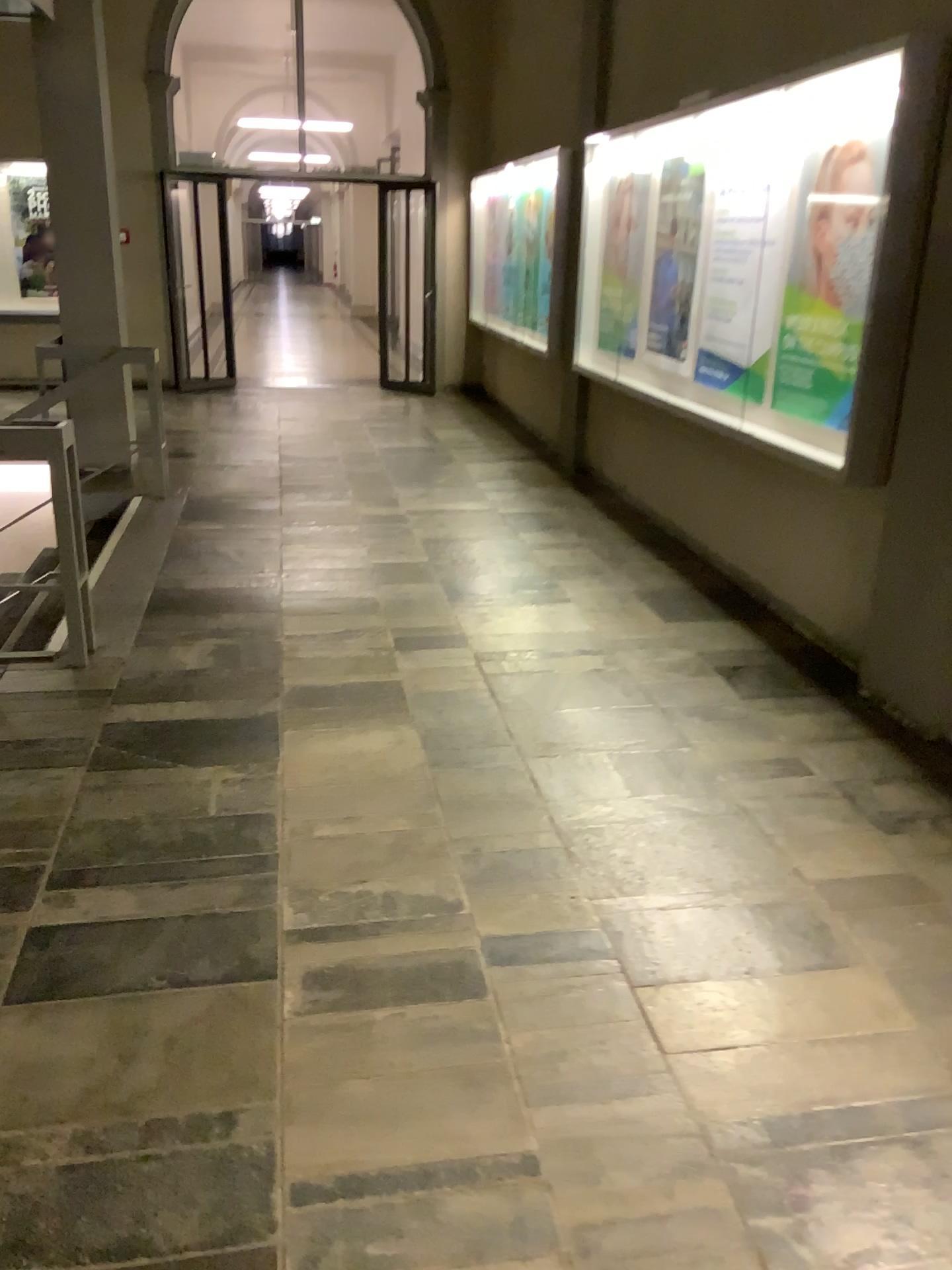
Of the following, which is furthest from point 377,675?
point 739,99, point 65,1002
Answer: point 739,99

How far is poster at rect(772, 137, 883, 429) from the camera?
4.0m

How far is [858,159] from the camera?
4.0 meters
